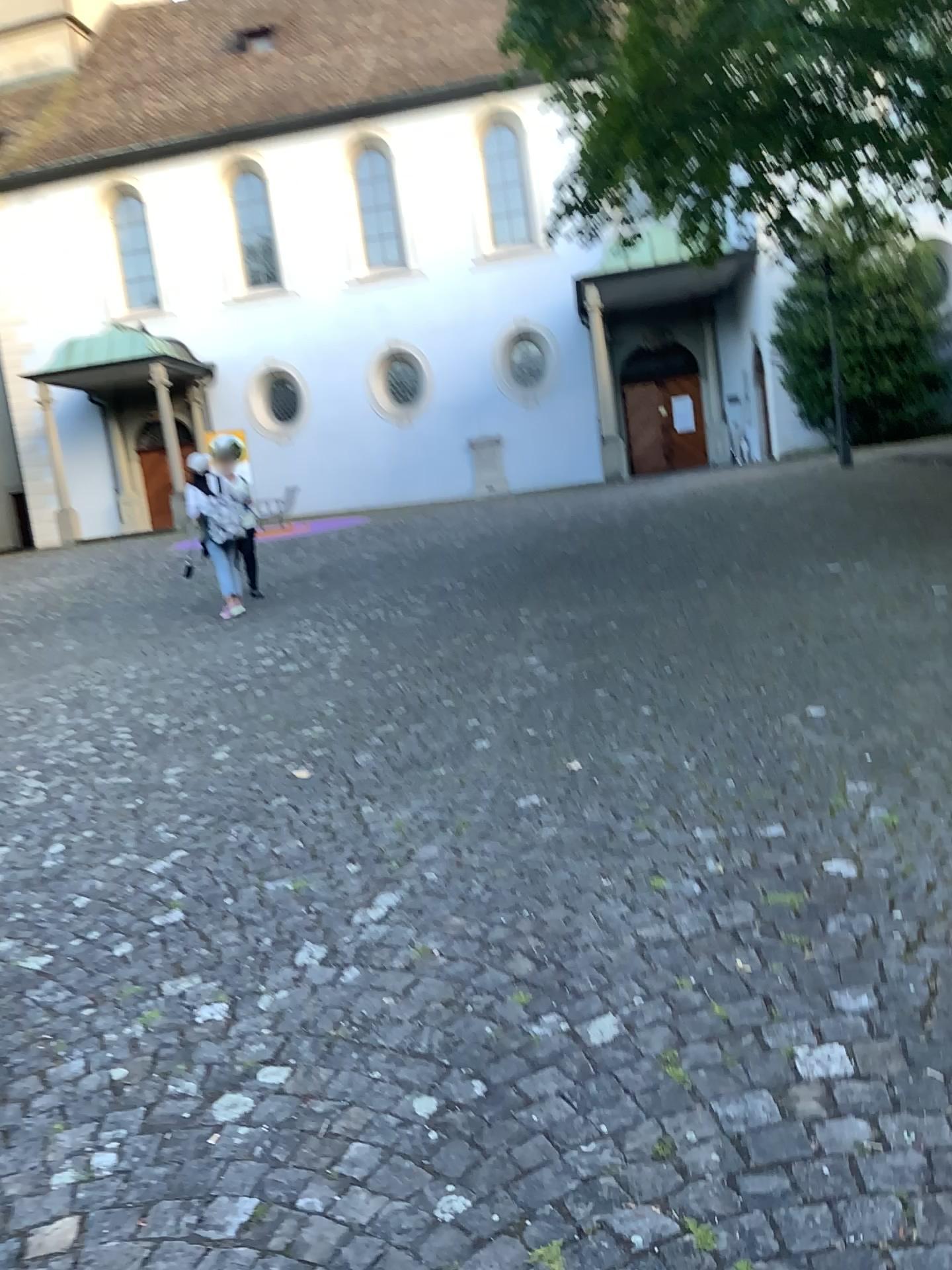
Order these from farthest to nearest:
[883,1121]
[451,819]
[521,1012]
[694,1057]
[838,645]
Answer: [838,645]
[451,819]
[521,1012]
[694,1057]
[883,1121]
